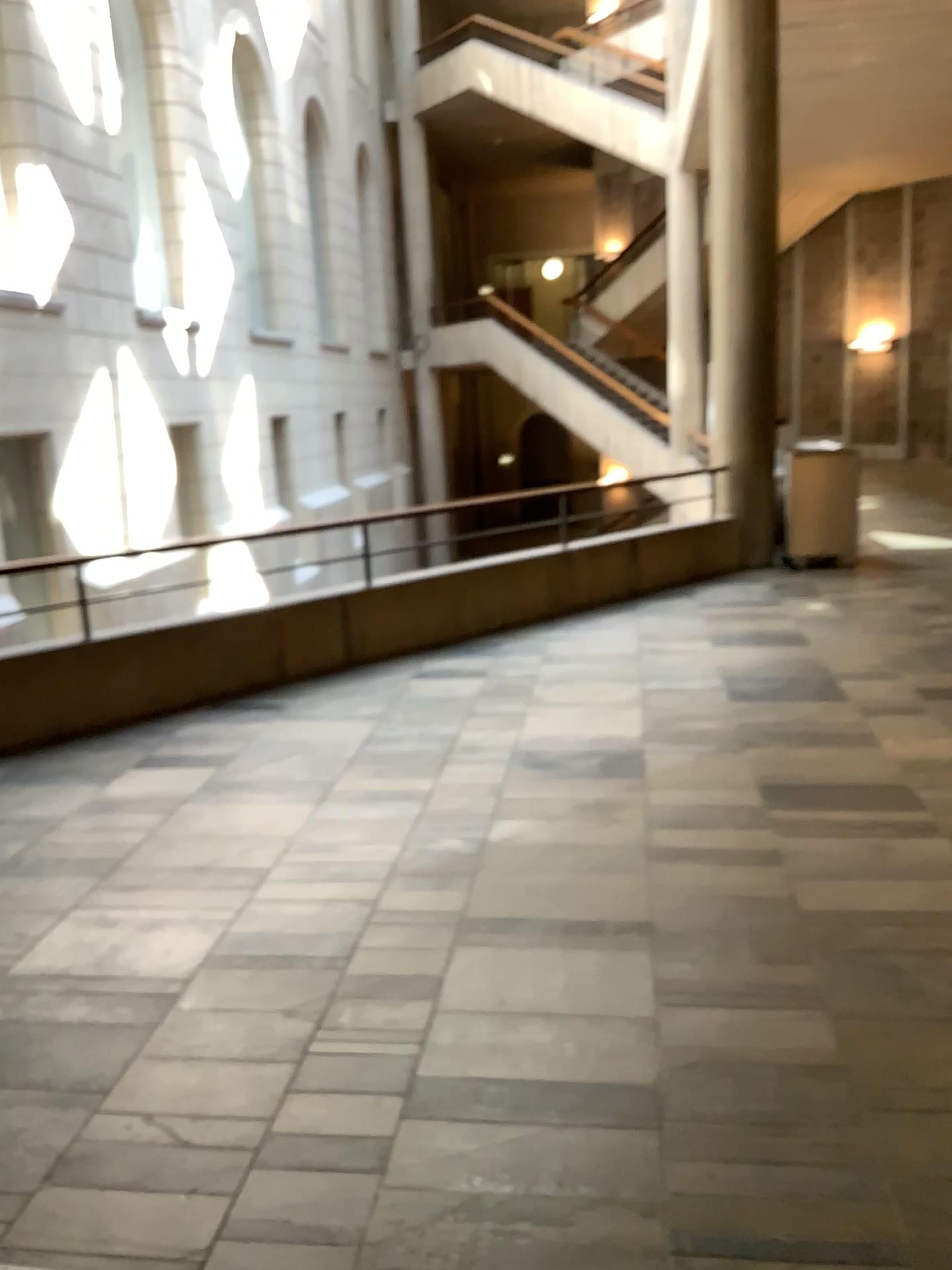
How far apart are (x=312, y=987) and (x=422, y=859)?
0.88m
